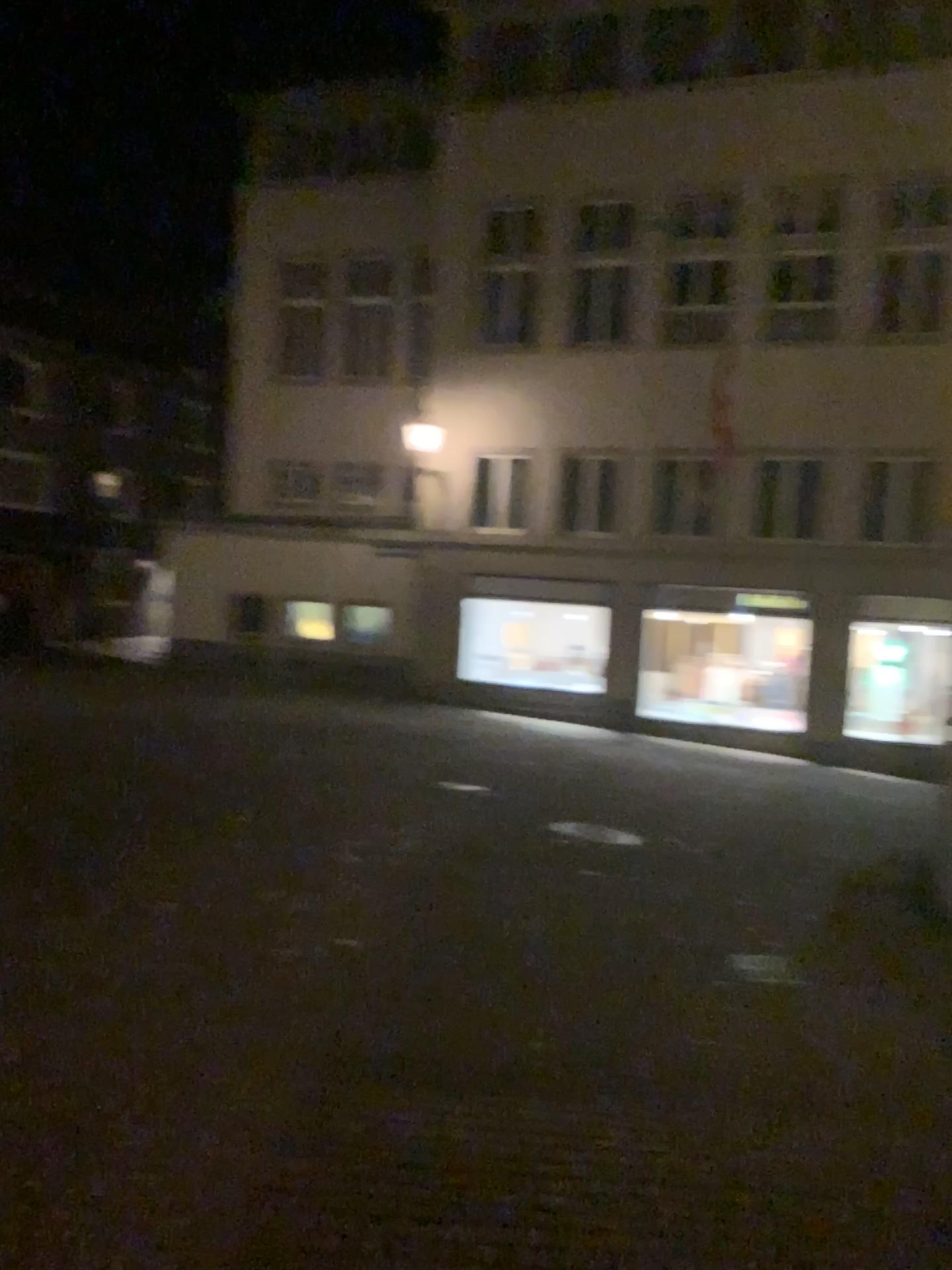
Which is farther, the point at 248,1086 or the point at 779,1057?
the point at 779,1057
